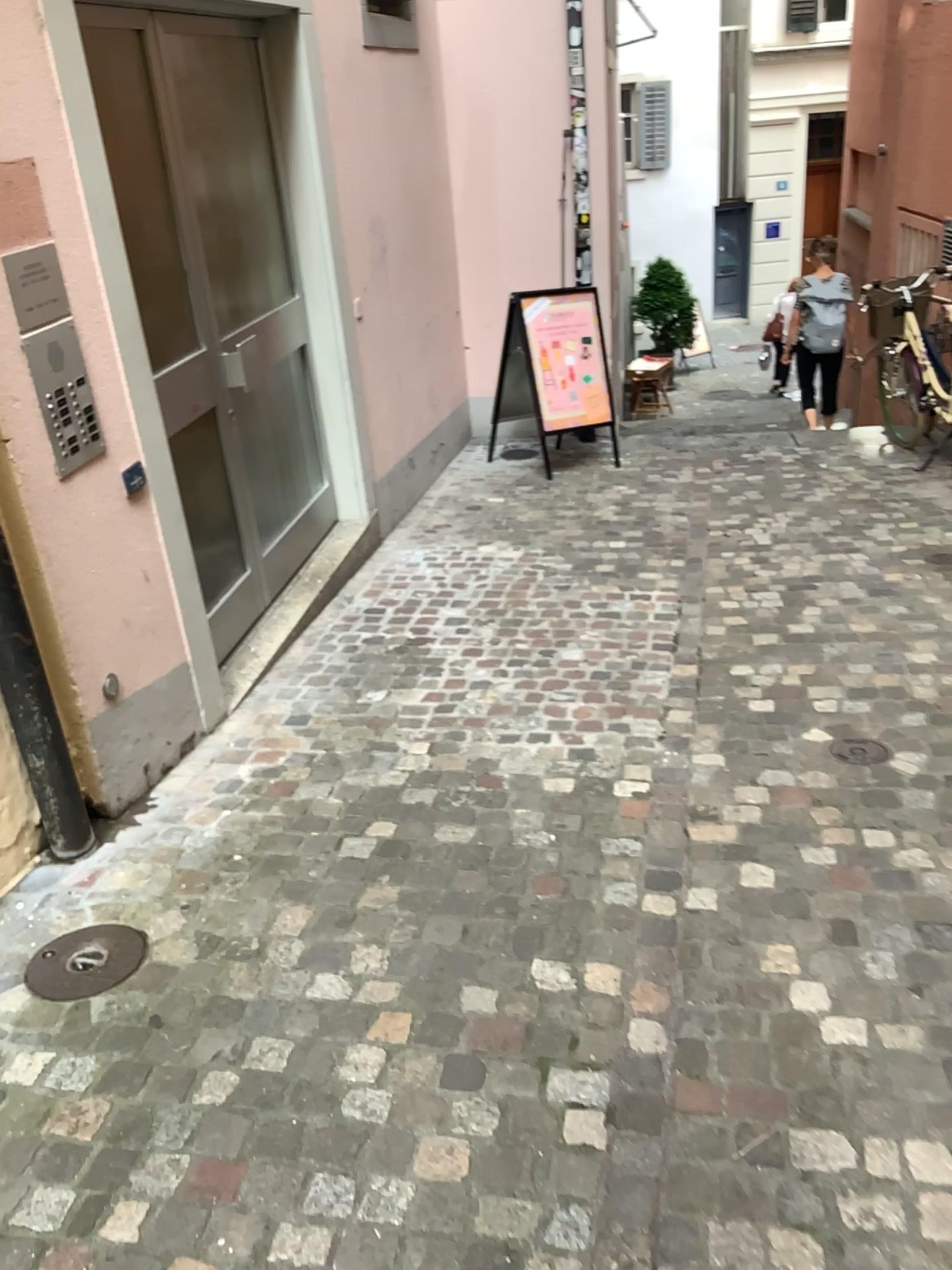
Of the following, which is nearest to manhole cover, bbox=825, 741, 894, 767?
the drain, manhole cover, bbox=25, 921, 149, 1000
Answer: the drain

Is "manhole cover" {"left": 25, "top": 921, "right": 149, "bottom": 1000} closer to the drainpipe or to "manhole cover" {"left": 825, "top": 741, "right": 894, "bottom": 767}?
the drainpipe

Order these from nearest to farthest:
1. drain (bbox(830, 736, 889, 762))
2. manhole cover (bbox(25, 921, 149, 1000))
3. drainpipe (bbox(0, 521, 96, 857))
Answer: manhole cover (bbox(25, 921, 149, 1000))
drainpipe (bbox(0, 521, 96, 857))
drain (bbox(830, 736, 889, 762))

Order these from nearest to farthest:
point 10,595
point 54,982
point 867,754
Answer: point 54,982, point 10,595, point 867,754

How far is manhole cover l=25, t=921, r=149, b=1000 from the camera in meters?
2.3

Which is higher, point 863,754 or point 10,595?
point 10,595

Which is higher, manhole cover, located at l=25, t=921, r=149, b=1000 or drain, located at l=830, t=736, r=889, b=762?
drain, located at l=830, t=736, r=889, b=762

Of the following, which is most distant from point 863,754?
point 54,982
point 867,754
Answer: point 54,982

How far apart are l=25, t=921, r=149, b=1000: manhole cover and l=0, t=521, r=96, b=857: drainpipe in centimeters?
38cm

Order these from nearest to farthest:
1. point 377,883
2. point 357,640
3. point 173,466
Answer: point 377,883 → point 173,466 → point 357,640
